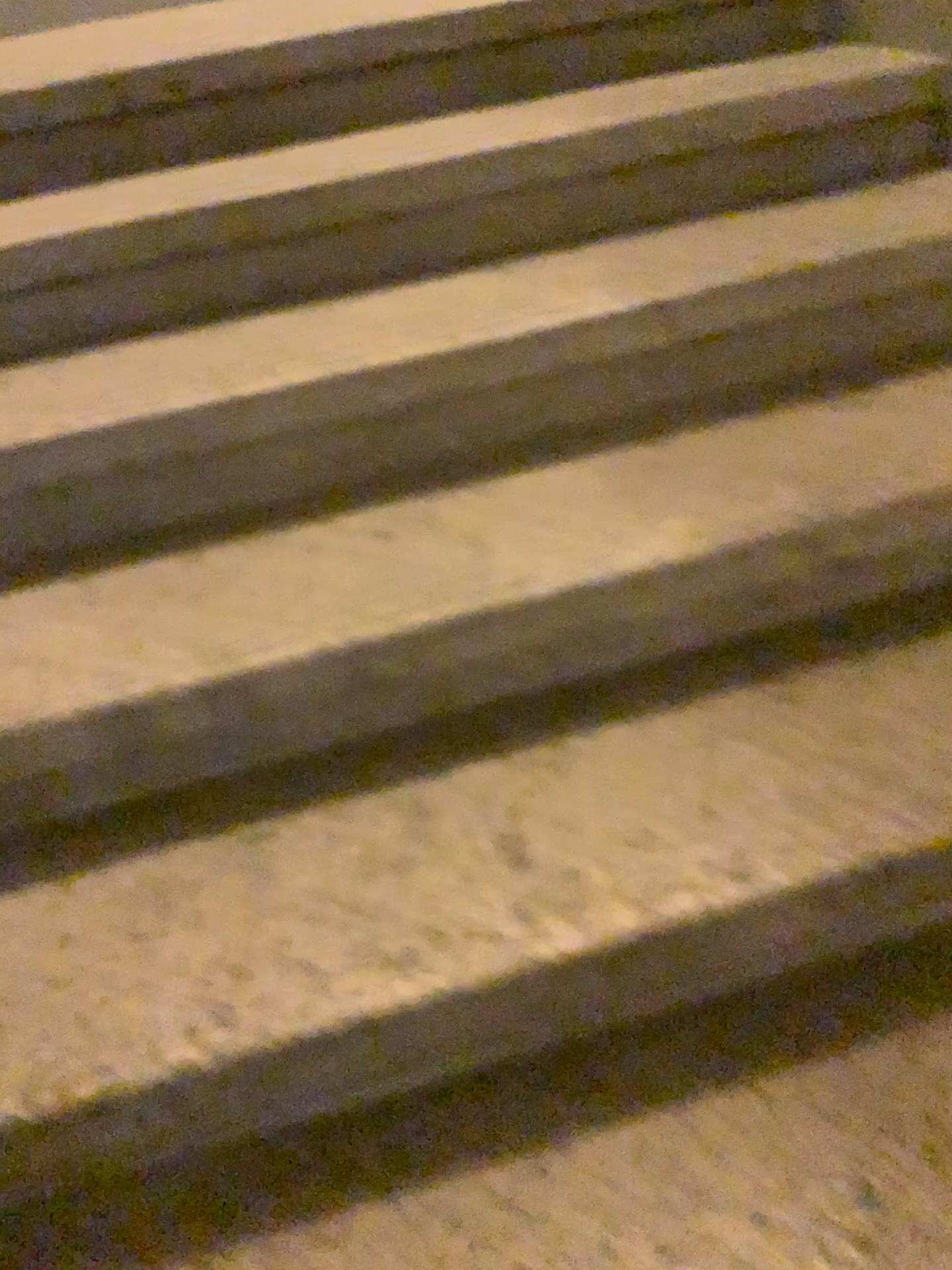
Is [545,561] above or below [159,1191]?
above
